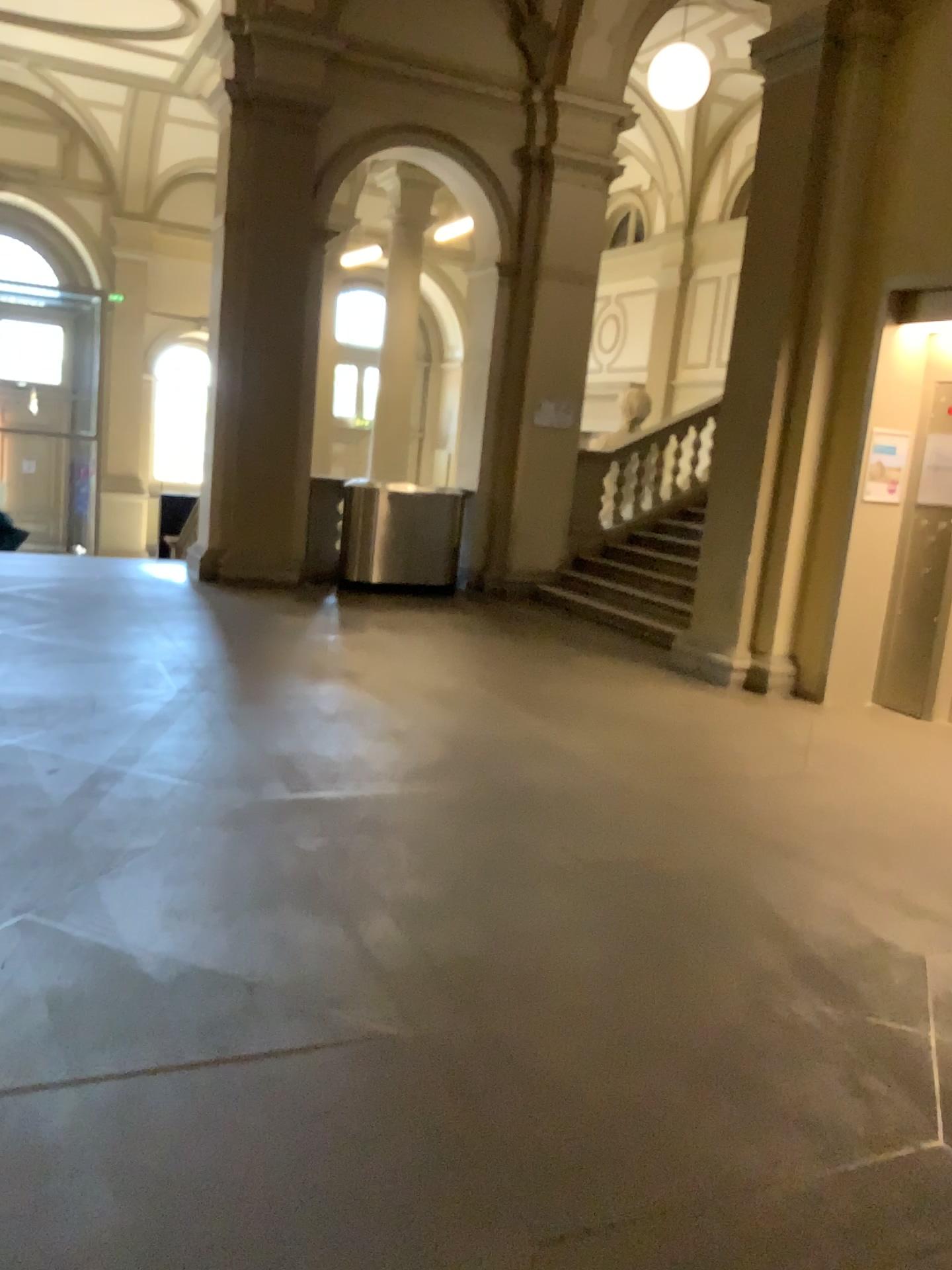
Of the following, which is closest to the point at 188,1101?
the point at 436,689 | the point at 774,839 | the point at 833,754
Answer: the point at 774,839
